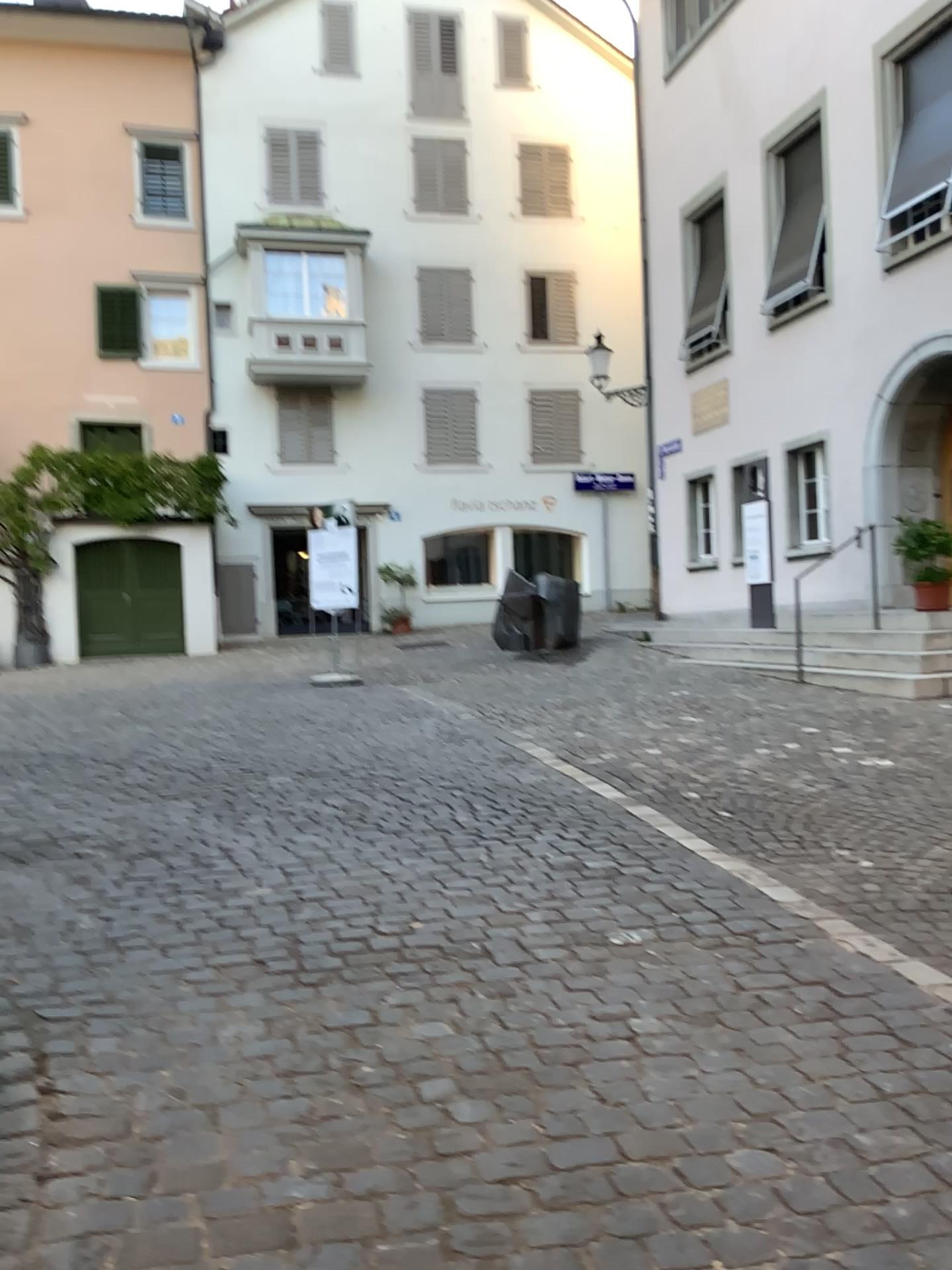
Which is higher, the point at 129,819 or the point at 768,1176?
the point at 129,819
